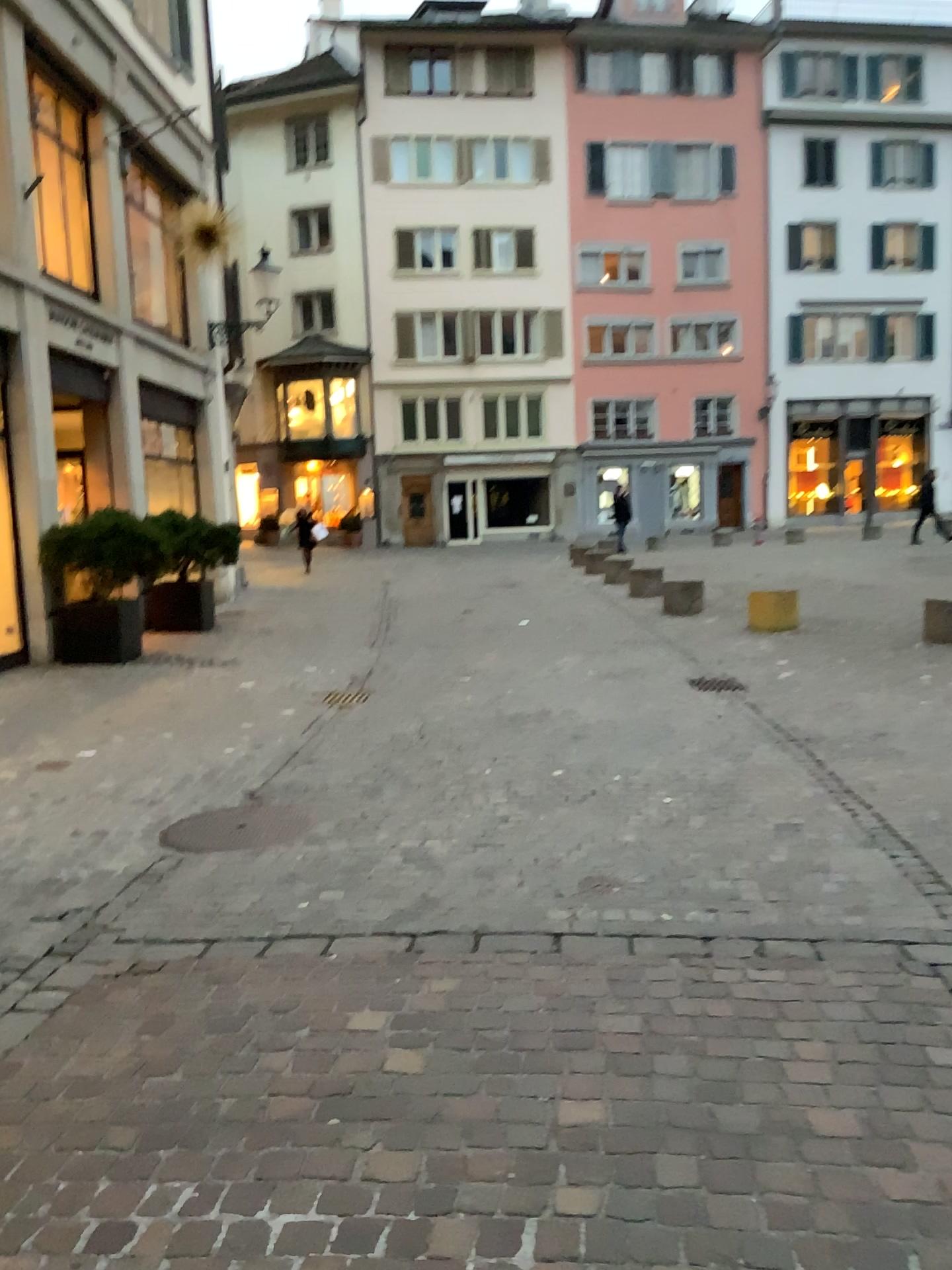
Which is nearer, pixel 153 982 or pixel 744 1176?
pixel 744 1176
